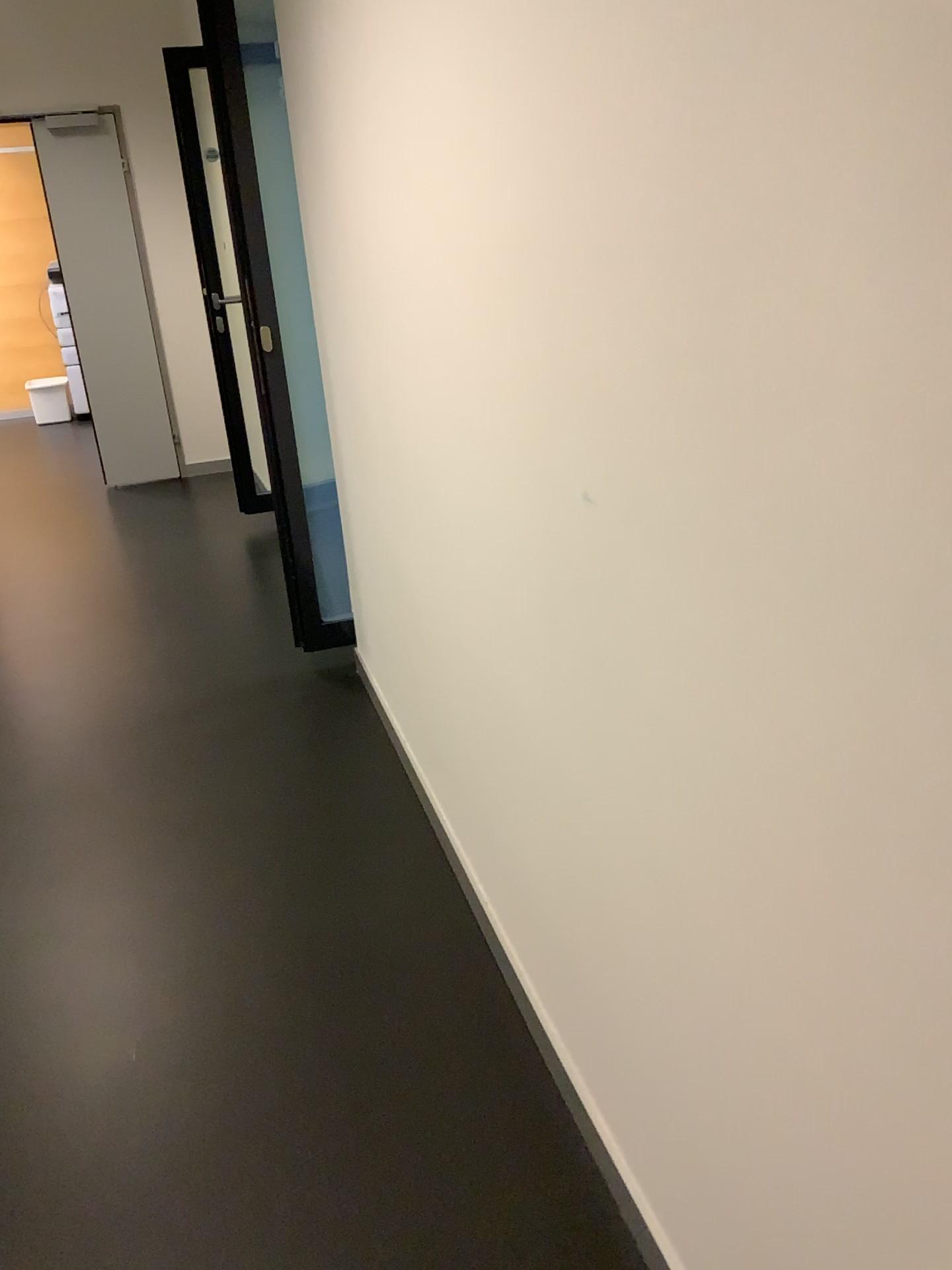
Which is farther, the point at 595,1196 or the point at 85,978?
the point at 85,978
